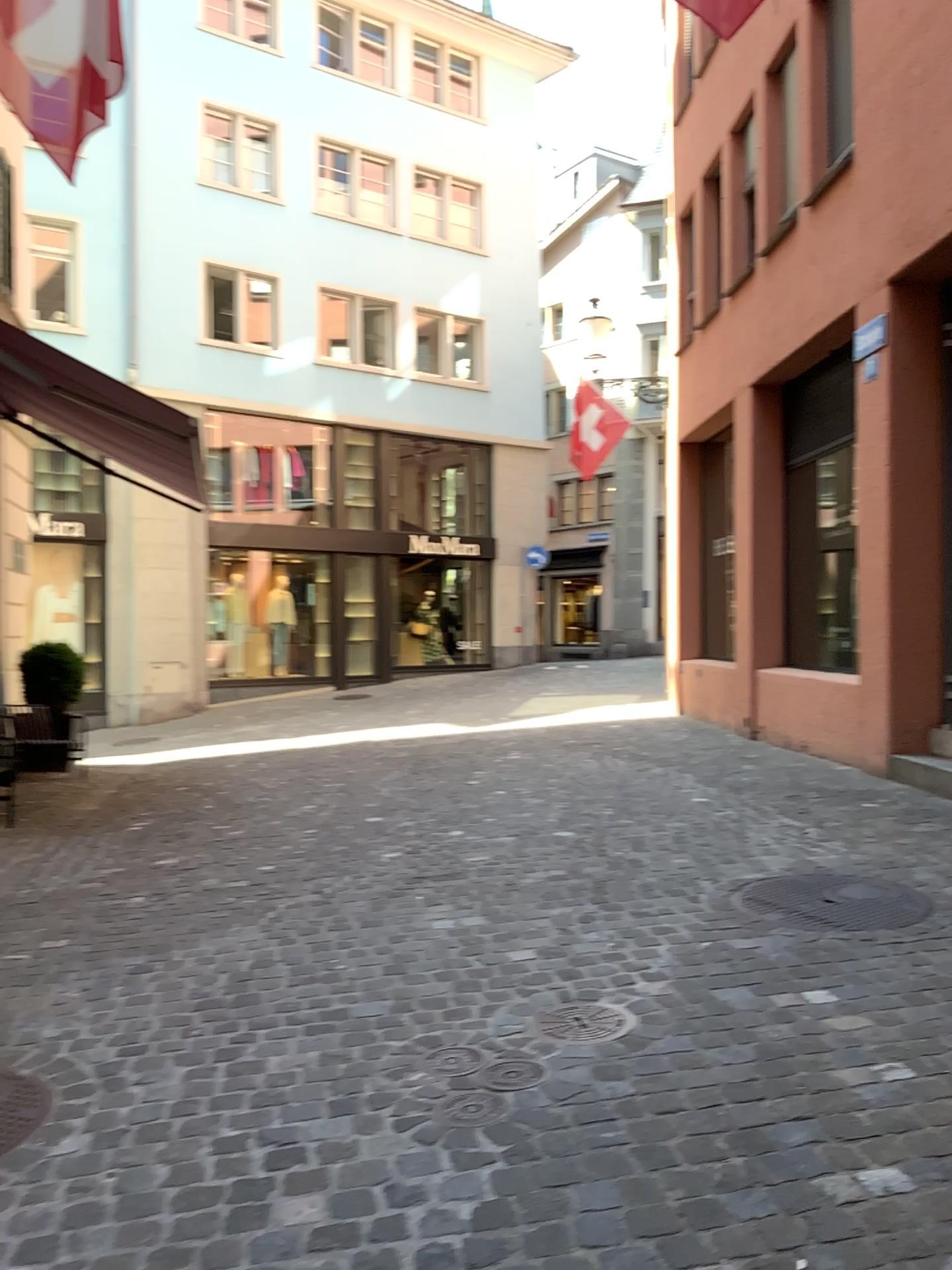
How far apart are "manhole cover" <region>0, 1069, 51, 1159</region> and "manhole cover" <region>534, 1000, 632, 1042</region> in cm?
132

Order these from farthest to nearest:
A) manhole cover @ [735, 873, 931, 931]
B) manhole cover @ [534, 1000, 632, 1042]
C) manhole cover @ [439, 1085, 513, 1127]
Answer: manhole cover @ [735, 873, 931, 931] → manhole cover @ [534, 1000, 632, 1042] → manhole cover @ [439, 1085, 513, 1127]

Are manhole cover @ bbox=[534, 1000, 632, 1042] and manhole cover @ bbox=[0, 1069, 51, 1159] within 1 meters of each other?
no

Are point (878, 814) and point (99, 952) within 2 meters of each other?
no

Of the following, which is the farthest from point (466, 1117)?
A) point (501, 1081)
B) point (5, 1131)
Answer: point (5, 1131)

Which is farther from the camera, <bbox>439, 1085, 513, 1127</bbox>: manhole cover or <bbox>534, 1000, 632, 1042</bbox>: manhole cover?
<bbox>534, 1000, 632, 1042</bbox>: manhole cover

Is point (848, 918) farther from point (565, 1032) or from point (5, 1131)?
point (5, 1131)

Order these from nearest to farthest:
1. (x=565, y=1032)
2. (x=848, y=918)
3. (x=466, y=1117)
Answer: (x=466, y=1117) < (x=565, y=1032) < (x=848, y=918)

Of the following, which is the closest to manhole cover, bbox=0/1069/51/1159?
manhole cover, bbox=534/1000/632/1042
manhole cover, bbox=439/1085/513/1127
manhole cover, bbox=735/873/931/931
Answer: manhole cover, bbox=439/1085/513/1127

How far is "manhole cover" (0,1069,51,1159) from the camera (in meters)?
2.53
